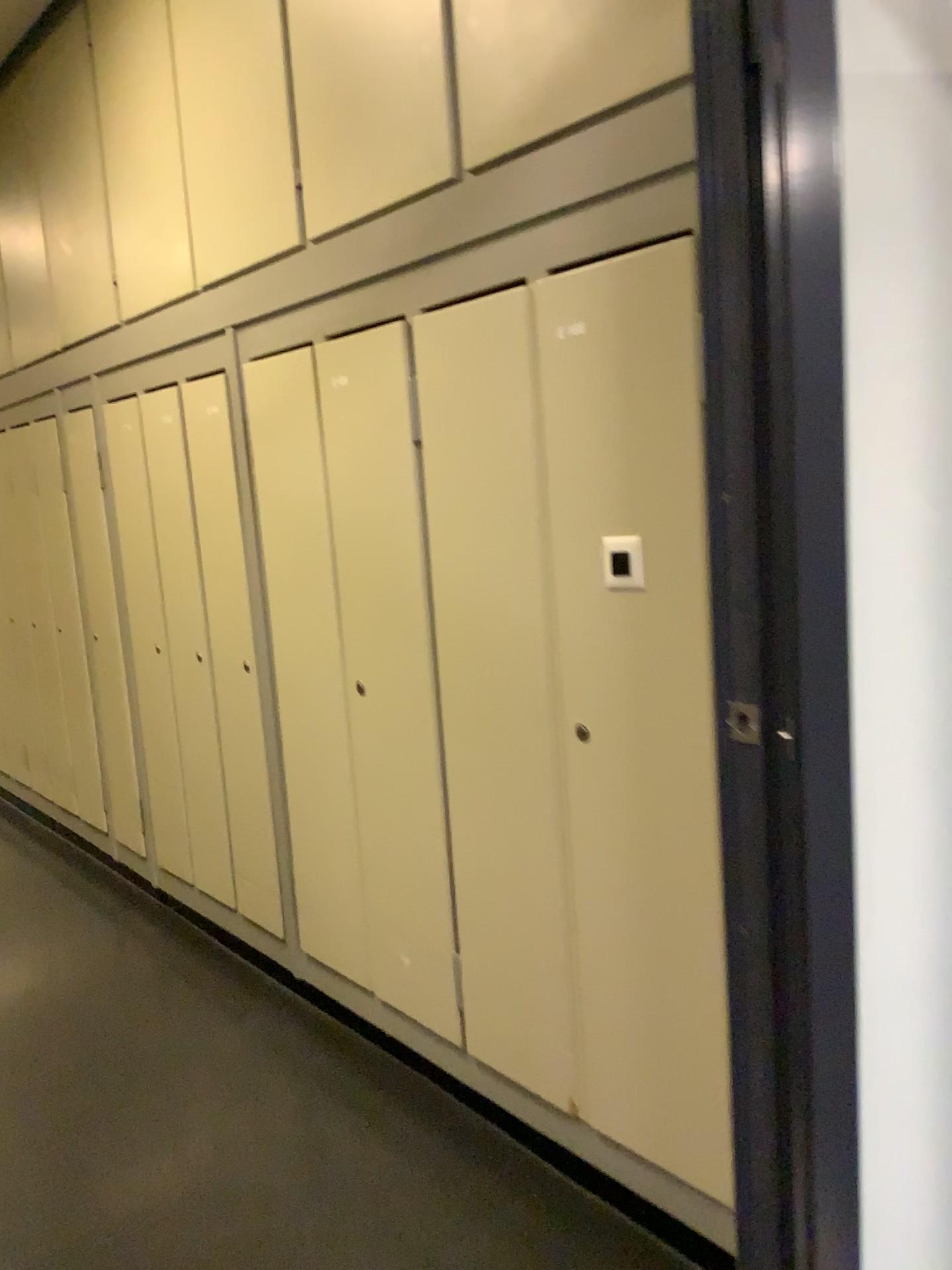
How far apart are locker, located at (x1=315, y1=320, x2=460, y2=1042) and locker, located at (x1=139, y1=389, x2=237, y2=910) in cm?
81

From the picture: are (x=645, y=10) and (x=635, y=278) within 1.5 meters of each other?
yes

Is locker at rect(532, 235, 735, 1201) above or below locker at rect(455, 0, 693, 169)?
below

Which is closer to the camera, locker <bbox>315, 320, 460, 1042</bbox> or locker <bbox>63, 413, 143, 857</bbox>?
locker <bbox>315, 320, 460, 1042</bbox>

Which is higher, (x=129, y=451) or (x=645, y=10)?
(x=645, y=10)

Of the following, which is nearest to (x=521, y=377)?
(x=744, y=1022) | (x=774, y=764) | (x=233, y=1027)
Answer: (x=774, y=764)

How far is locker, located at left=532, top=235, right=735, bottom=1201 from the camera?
1.7 meters

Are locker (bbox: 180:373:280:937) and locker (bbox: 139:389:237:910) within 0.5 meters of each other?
yes

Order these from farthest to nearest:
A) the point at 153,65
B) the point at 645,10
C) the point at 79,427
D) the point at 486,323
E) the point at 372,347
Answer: the point at 79,427 → the point at 153,65 → the point at 372,347 → the point at 486,323 → the point at 645,10

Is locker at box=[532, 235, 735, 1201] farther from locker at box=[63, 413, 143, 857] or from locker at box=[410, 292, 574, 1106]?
locker at box=[63, 413, 143, 857]
